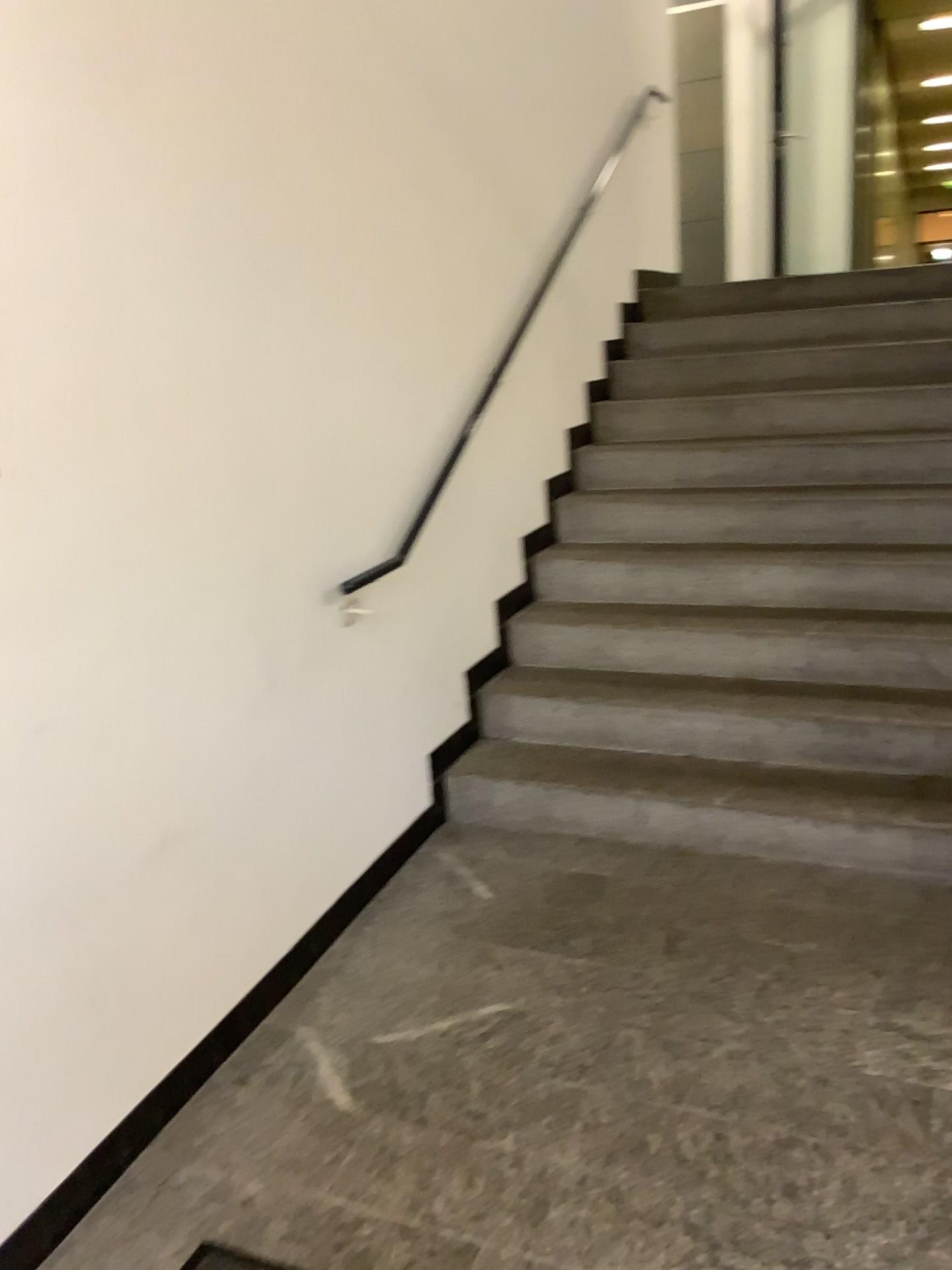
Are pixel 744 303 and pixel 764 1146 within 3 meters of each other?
no
